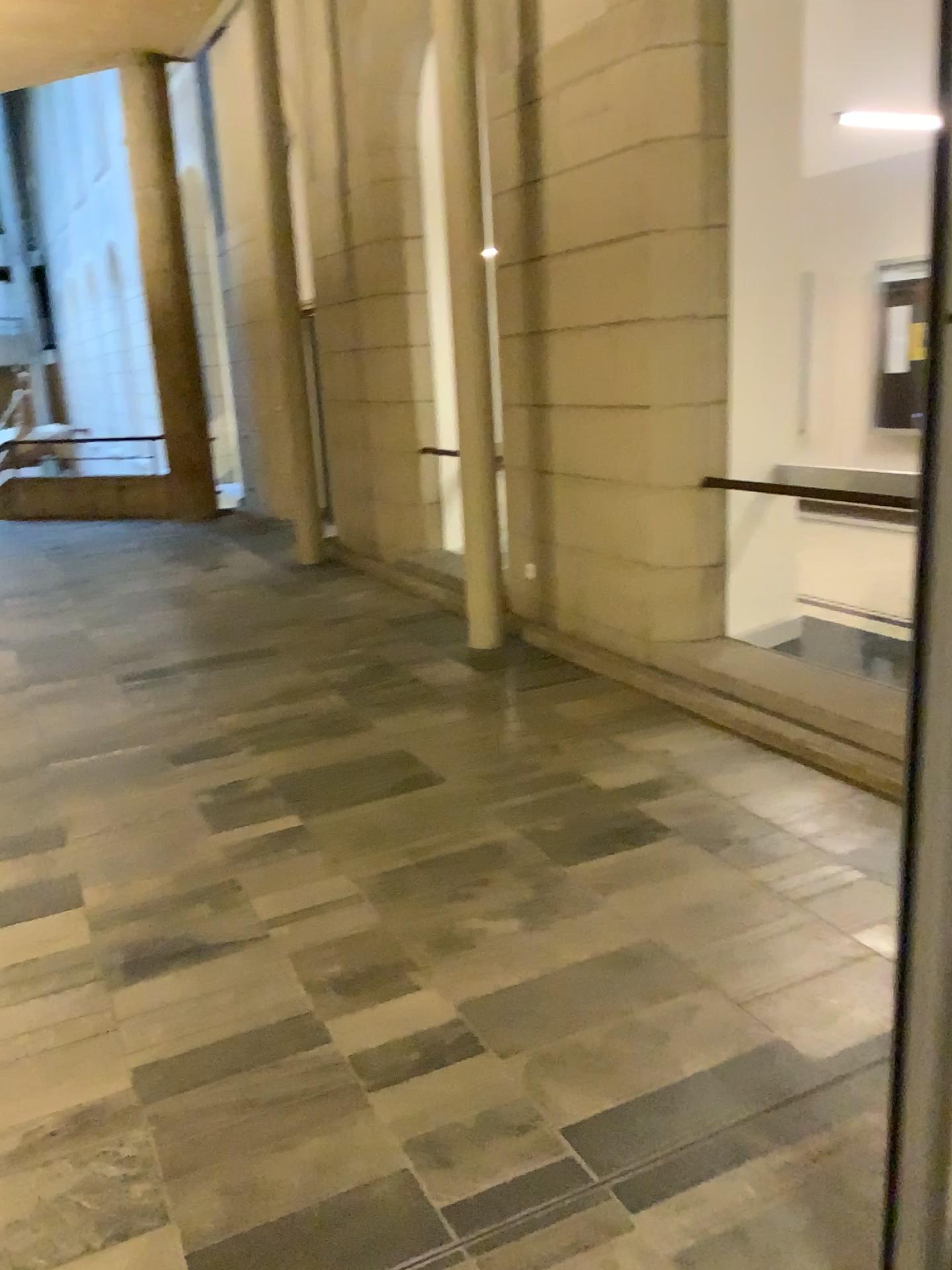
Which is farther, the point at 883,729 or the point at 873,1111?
the point at 883,729
